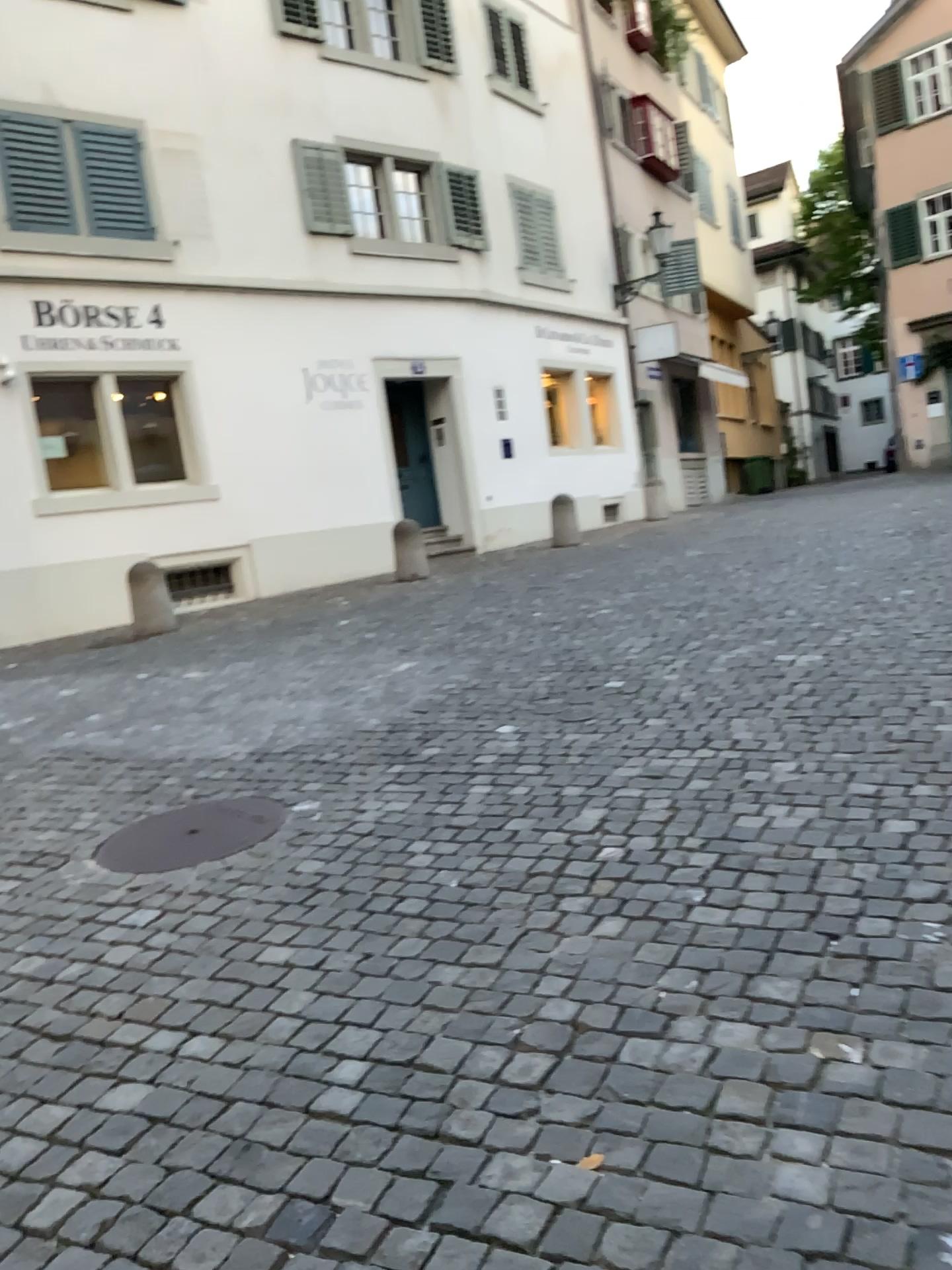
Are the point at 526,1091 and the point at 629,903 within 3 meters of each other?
yes
